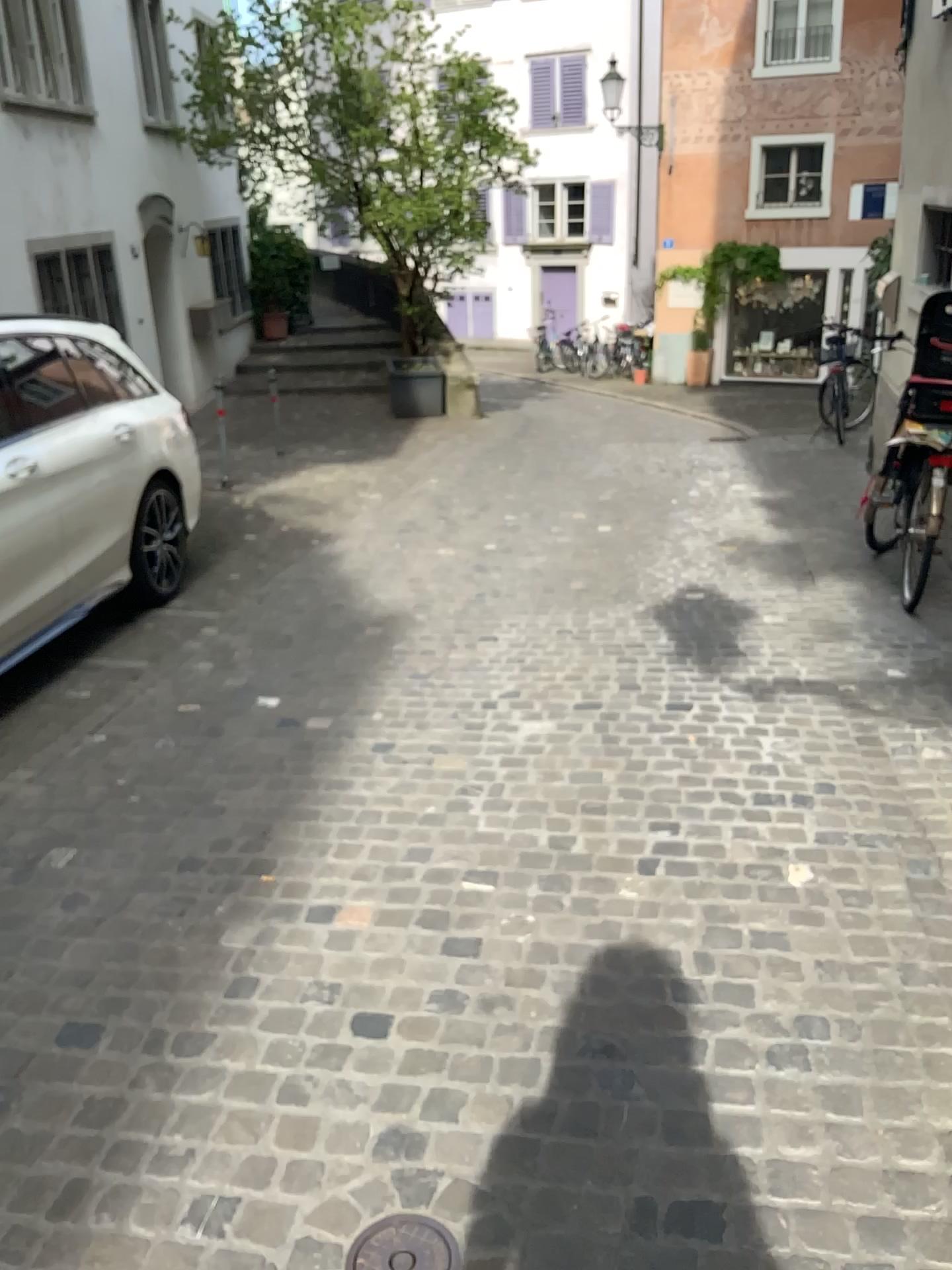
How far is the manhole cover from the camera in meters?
1.7

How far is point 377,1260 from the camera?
1.74m

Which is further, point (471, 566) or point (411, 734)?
point (471, 566)
